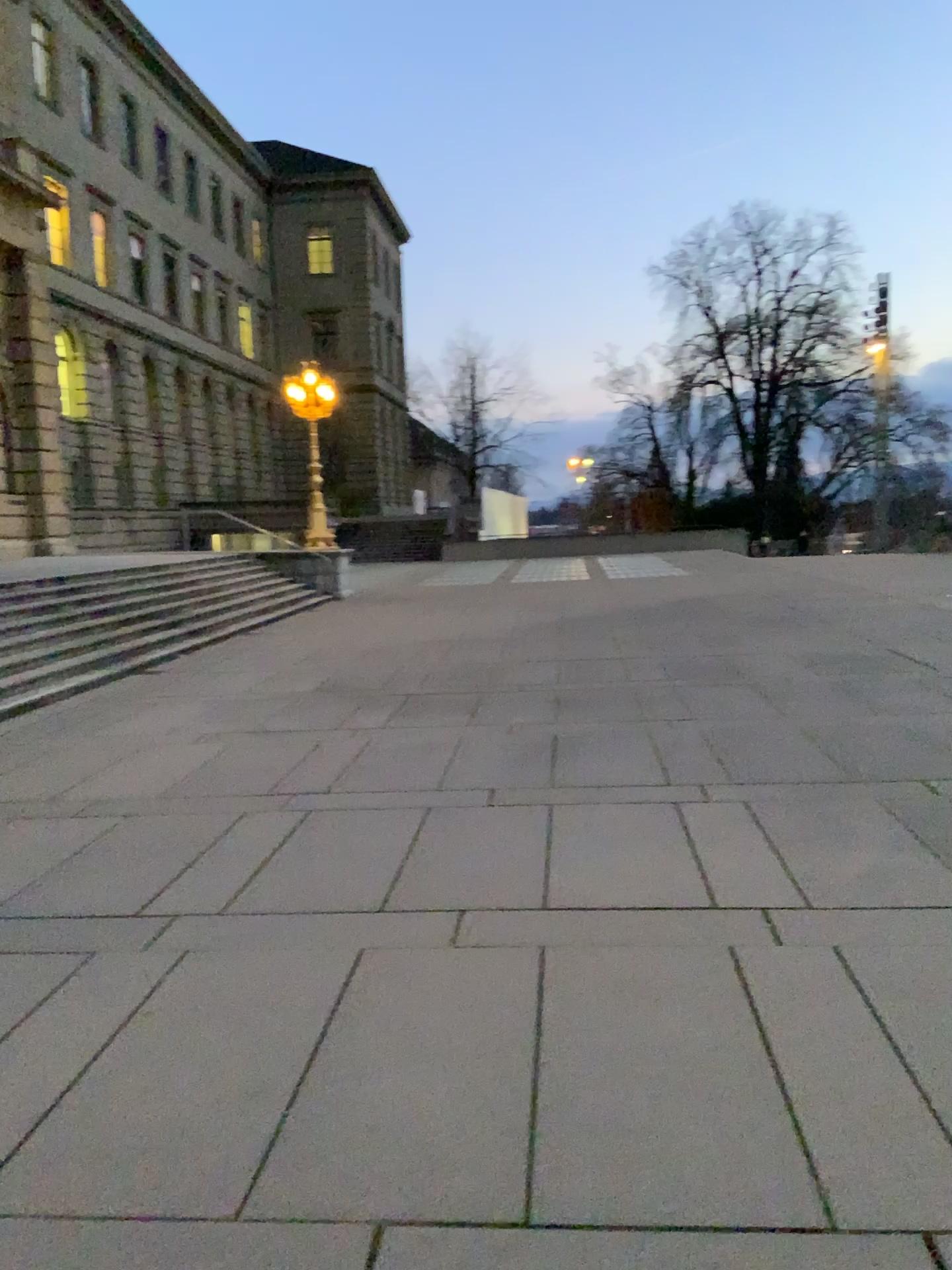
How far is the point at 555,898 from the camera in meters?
4.8
